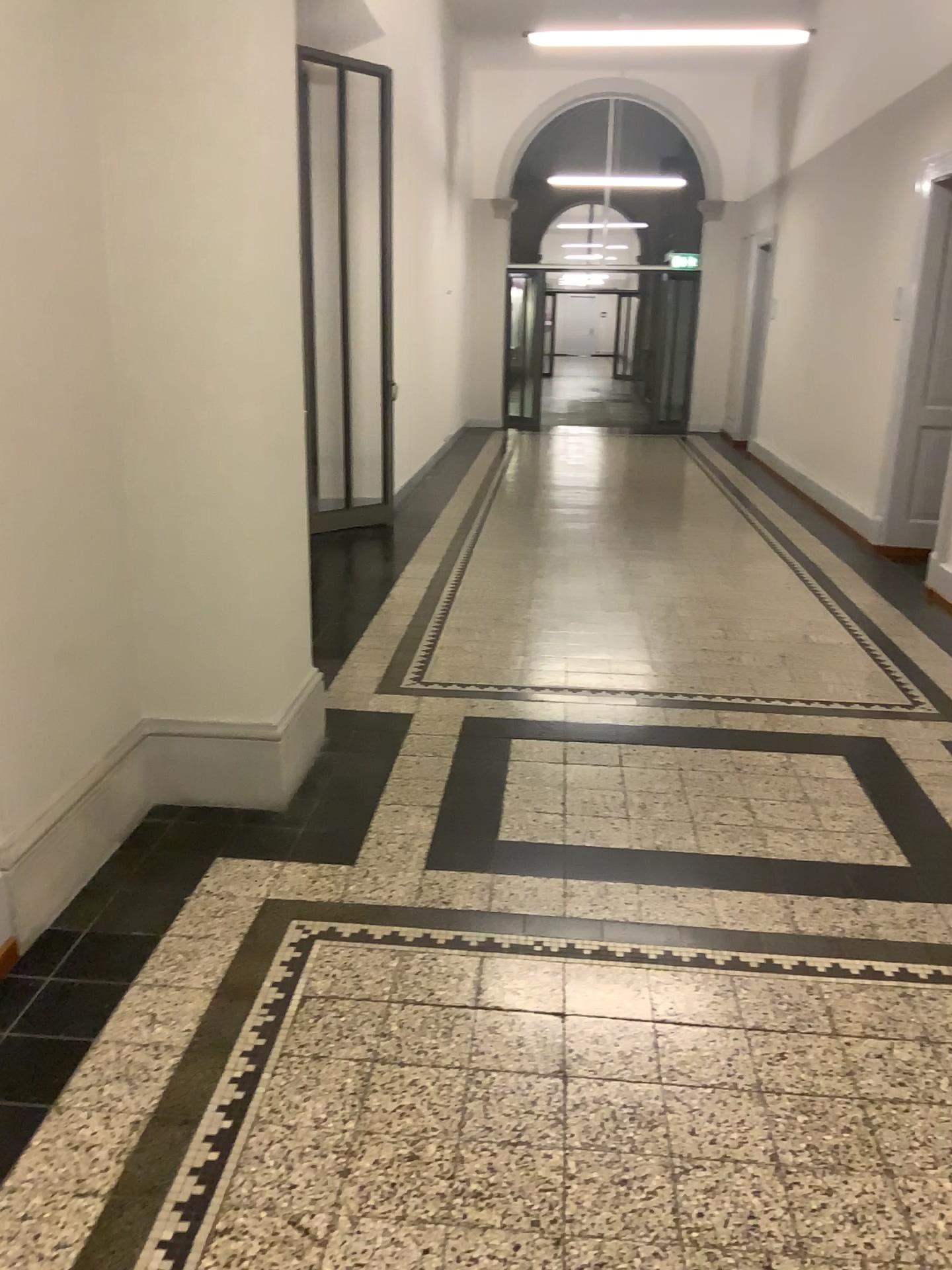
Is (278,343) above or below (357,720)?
above
